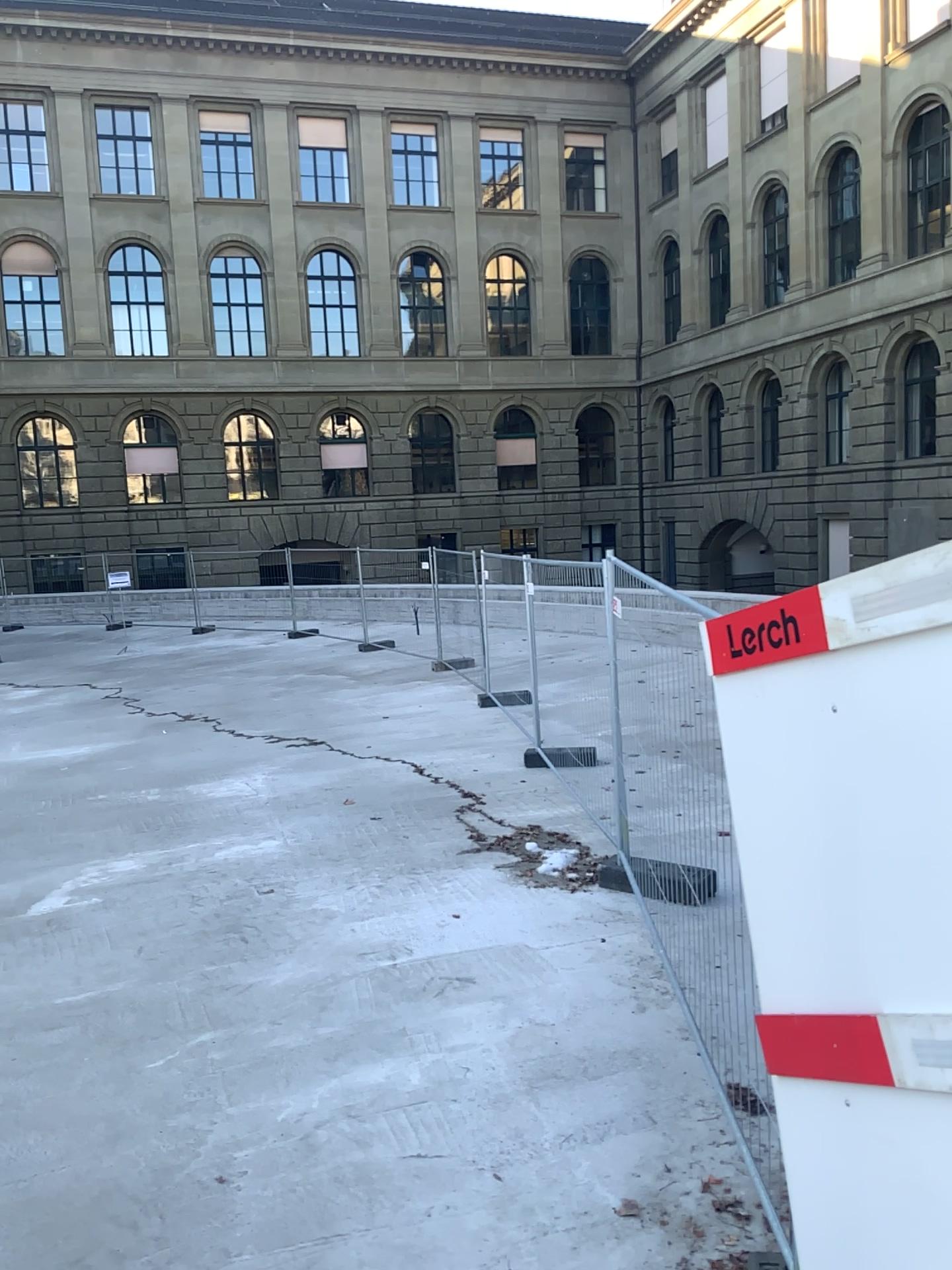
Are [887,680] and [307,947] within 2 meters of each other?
no
